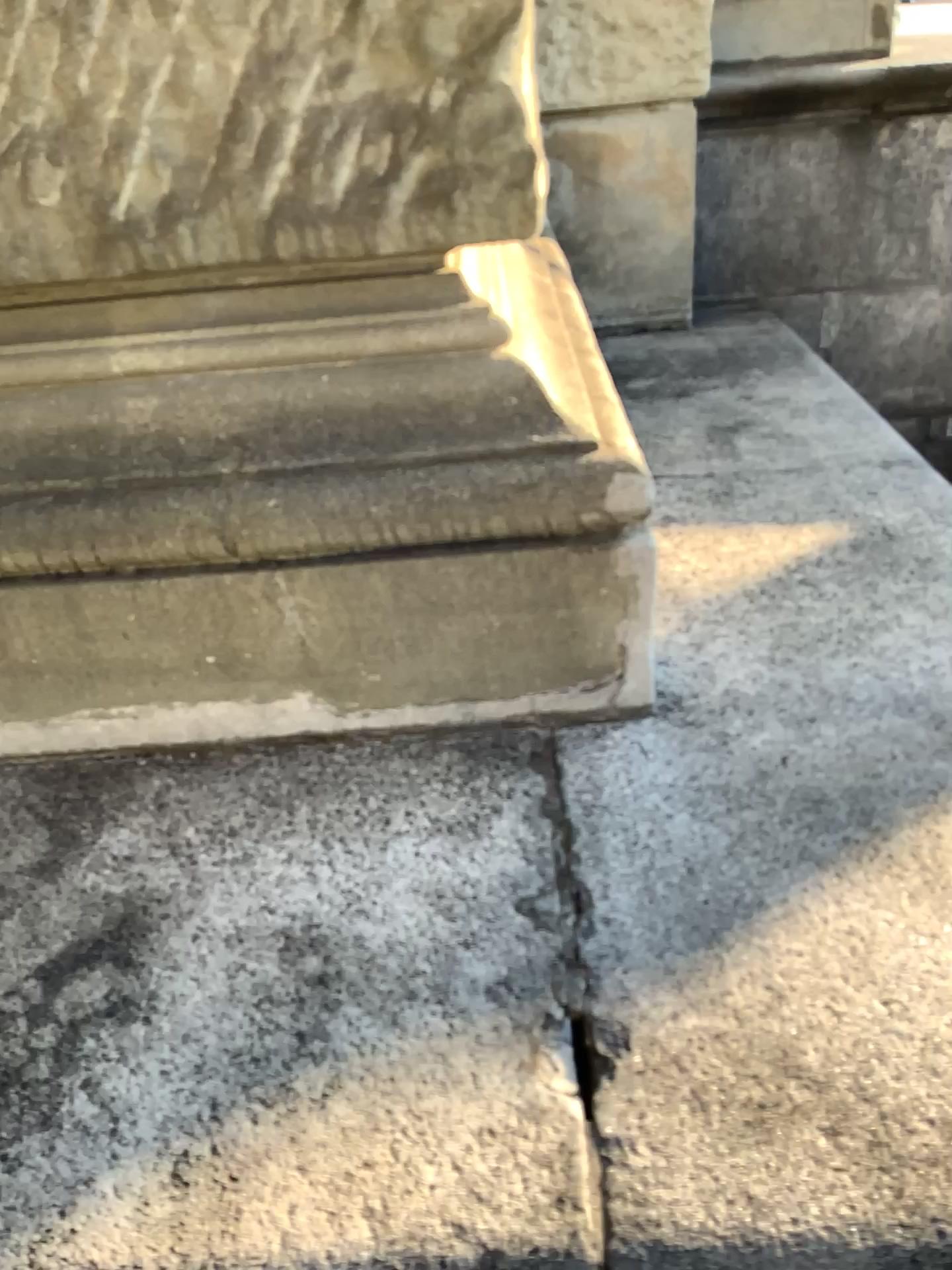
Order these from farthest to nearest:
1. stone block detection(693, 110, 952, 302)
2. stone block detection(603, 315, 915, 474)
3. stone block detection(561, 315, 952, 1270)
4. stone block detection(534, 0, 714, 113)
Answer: stone block detection(693, 110, 952, 302), stone block detection(534, 0, 714, 113), stone block detection(603, 315, 915, 474), stone block detection(561, 315, 952, 1270)

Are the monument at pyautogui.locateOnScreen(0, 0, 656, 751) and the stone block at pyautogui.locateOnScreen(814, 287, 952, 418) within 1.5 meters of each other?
no

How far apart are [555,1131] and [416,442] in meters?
0.7

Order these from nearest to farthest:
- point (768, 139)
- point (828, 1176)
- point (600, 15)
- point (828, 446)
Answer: point (828, 1176) → point (828, 446) → point (600, 15) → point (768, 139)

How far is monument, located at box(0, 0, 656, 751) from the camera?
1.1m

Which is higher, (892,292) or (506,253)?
(506,253)

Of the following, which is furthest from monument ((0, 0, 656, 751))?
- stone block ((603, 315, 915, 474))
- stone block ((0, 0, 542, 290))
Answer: stone block ((603, 315, 915, 474))

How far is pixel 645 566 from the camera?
1.21m

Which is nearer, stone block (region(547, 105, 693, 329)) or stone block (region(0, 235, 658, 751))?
stone block (region(0, 235, 658, 751))

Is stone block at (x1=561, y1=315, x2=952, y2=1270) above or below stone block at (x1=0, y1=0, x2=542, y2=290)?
below
